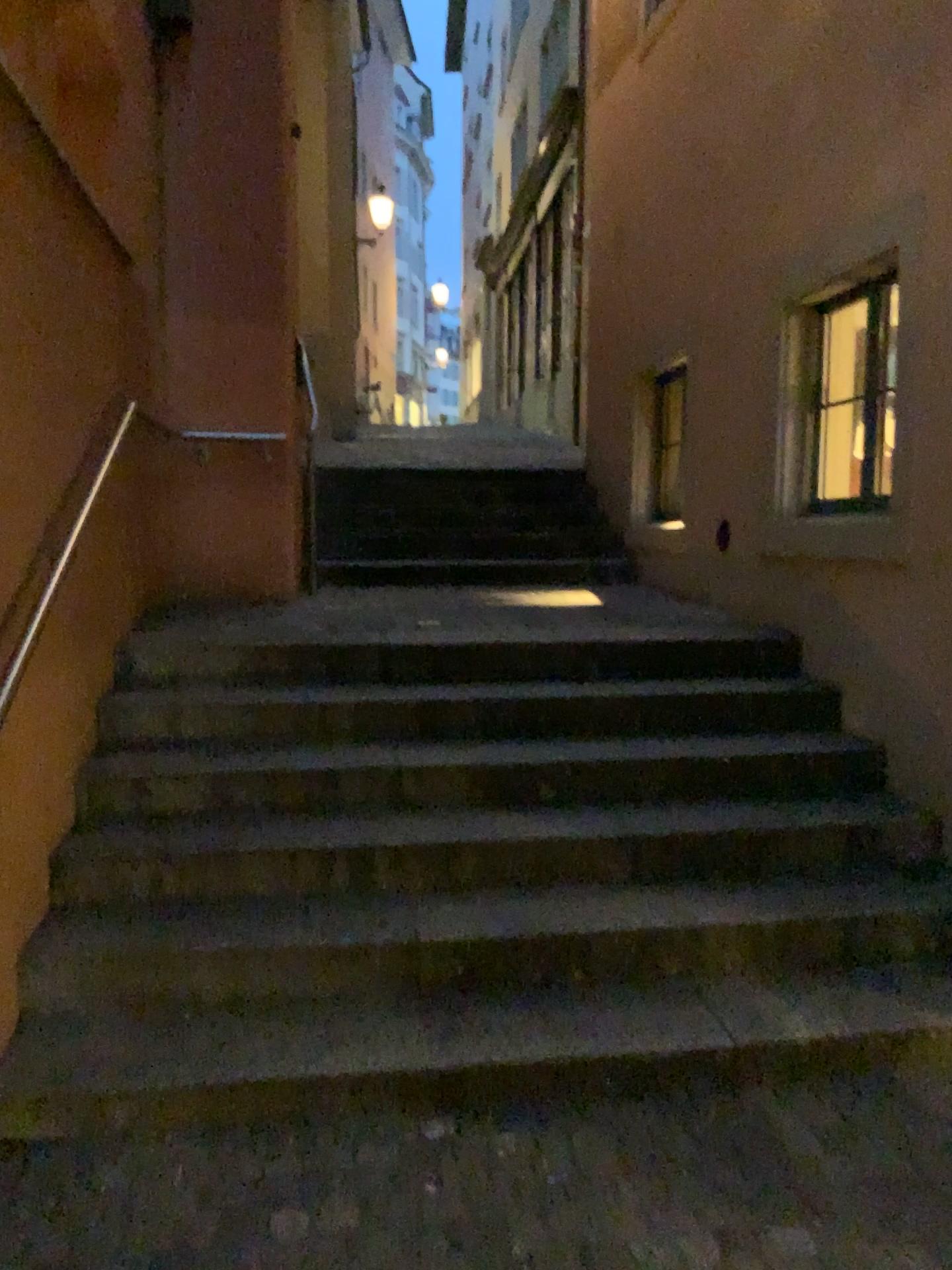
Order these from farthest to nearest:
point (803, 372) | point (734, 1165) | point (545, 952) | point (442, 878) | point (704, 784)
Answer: point (803, 372) < point (704, 784) < point (442, 878) < point (545, 952) < point (734, 1165)
